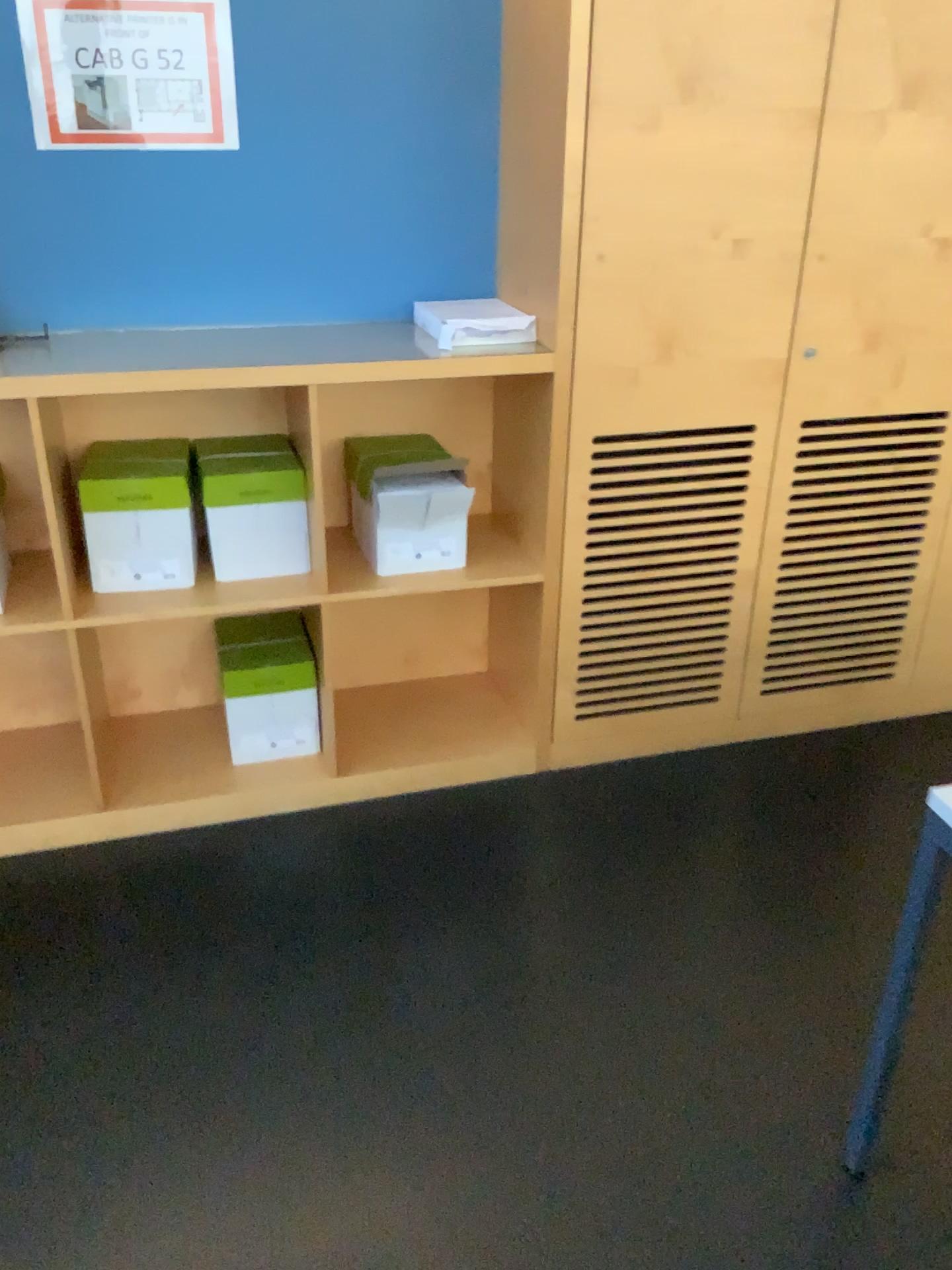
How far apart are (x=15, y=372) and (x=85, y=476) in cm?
26

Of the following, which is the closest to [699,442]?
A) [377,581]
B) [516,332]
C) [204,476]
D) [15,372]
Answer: [516,332]

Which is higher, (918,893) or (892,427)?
(892,427)

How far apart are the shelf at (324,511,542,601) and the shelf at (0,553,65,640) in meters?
0.7

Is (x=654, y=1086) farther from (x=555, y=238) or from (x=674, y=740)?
(x=555, y=238)

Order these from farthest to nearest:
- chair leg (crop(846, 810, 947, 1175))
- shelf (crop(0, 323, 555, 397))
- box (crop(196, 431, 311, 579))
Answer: box (crop(196, 431, 311, 579)), shelf (crop(0, 323, 555, 397)), chair leg (crop(846, 810, 947, 1175))

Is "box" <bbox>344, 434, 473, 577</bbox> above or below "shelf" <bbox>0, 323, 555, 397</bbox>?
below

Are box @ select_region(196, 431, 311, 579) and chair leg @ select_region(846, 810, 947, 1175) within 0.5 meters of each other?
no

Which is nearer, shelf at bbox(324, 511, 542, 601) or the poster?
the poster

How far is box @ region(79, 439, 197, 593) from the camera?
2.3m
